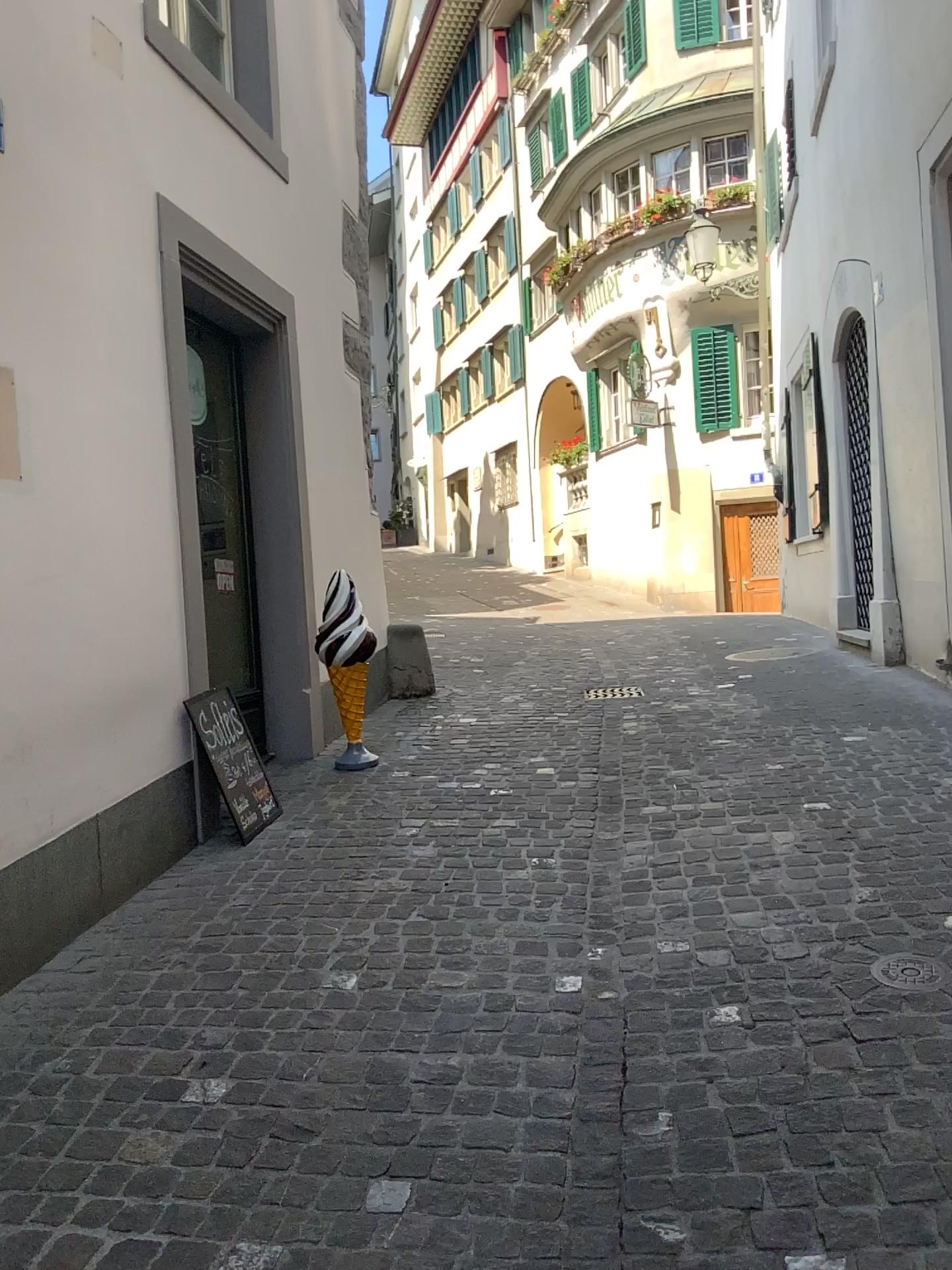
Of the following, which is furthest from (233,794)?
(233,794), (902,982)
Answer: (902,982)

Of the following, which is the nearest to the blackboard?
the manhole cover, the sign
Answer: the sign

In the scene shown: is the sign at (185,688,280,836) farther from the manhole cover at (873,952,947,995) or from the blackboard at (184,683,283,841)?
the manhole cover at (873,952,947,995)

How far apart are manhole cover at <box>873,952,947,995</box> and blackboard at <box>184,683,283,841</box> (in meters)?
2.38

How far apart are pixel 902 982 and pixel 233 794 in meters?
2.5

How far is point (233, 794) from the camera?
4.1 meters

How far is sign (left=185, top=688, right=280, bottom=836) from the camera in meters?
4.1 m

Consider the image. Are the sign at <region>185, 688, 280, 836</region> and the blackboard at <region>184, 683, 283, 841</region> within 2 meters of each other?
yes

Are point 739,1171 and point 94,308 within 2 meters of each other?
no

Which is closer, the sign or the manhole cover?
the manhole cover
